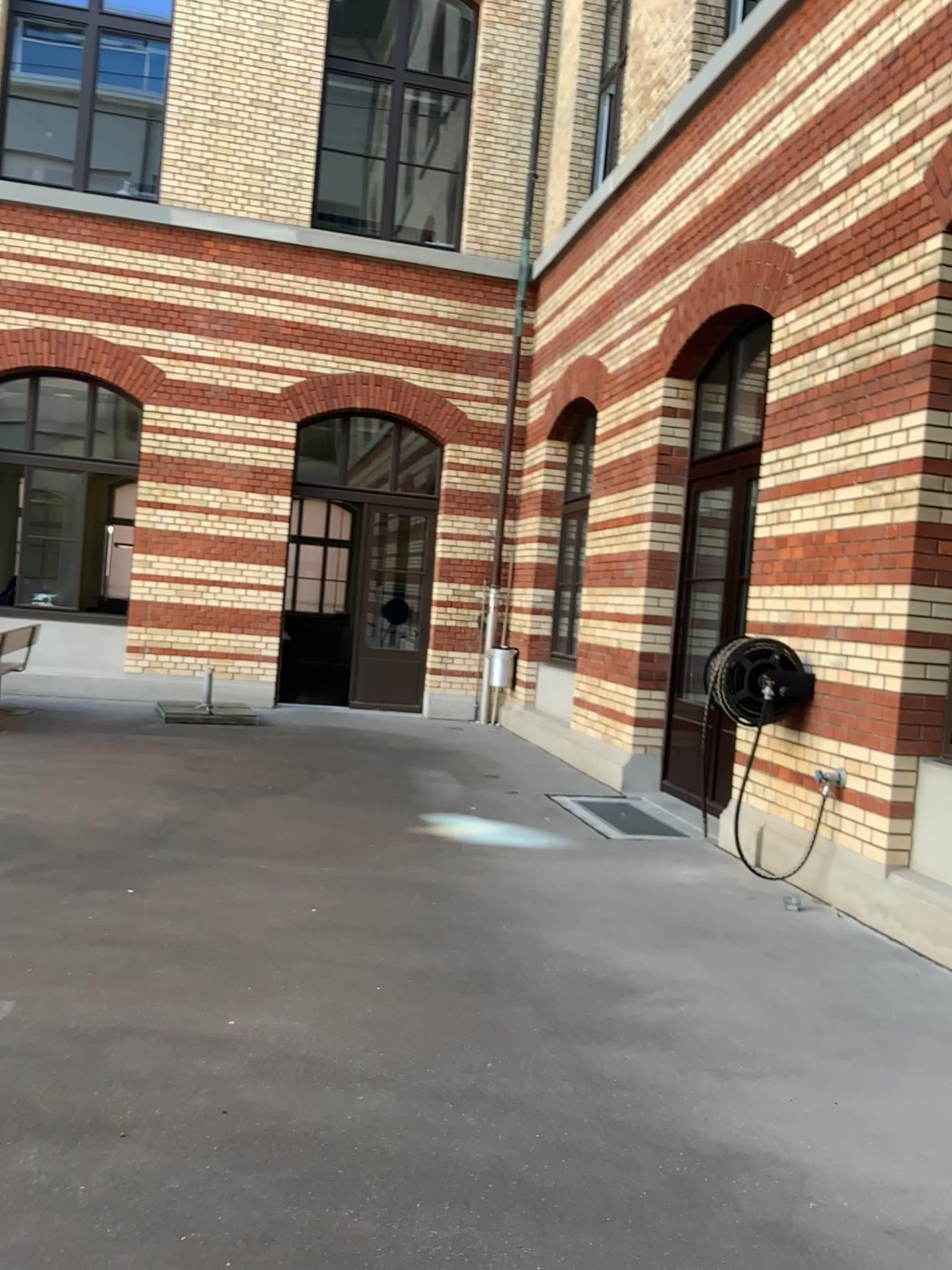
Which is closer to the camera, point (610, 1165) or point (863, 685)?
point (610, 1165)
